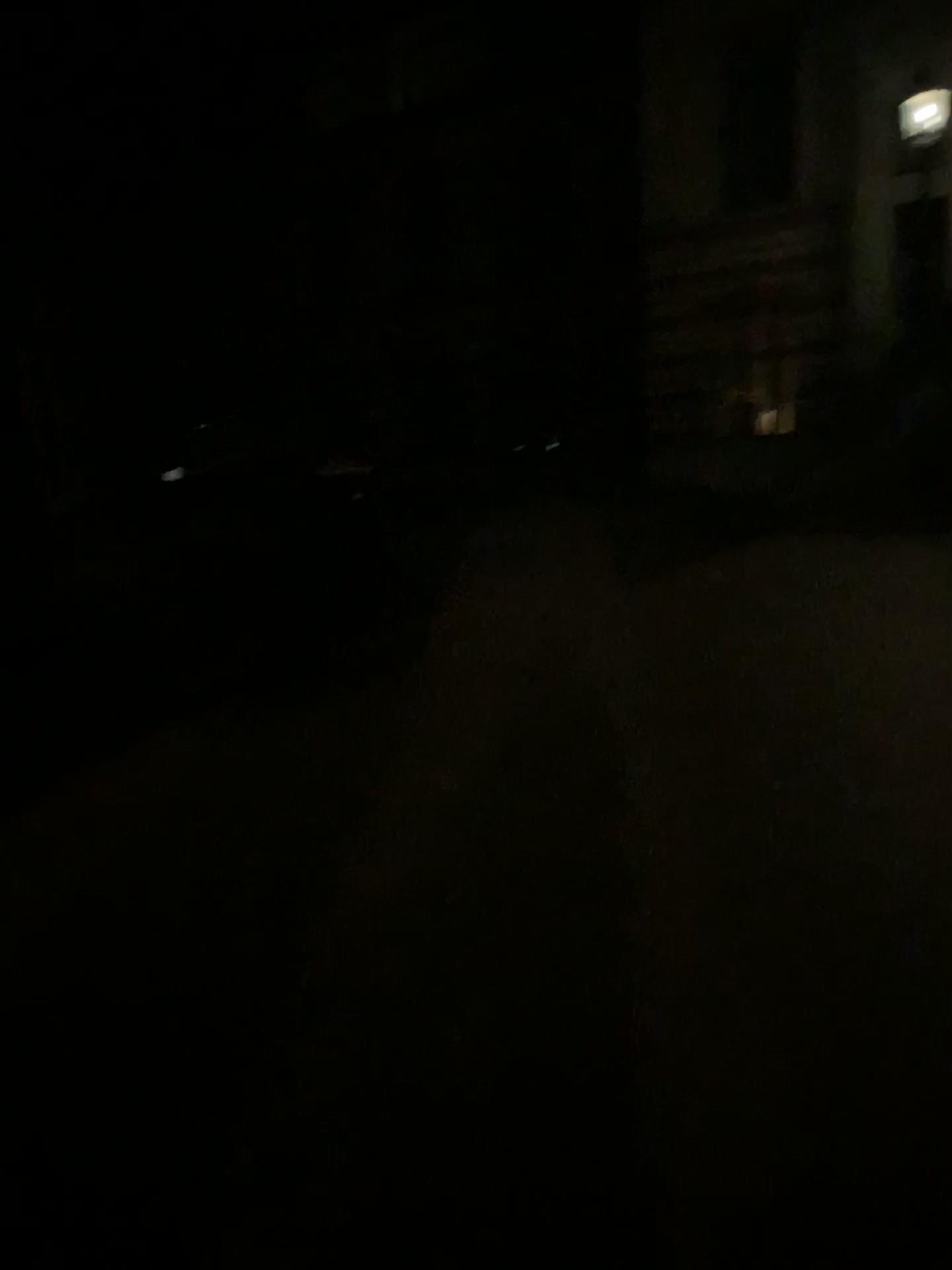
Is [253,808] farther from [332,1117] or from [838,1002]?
[838,1002]
